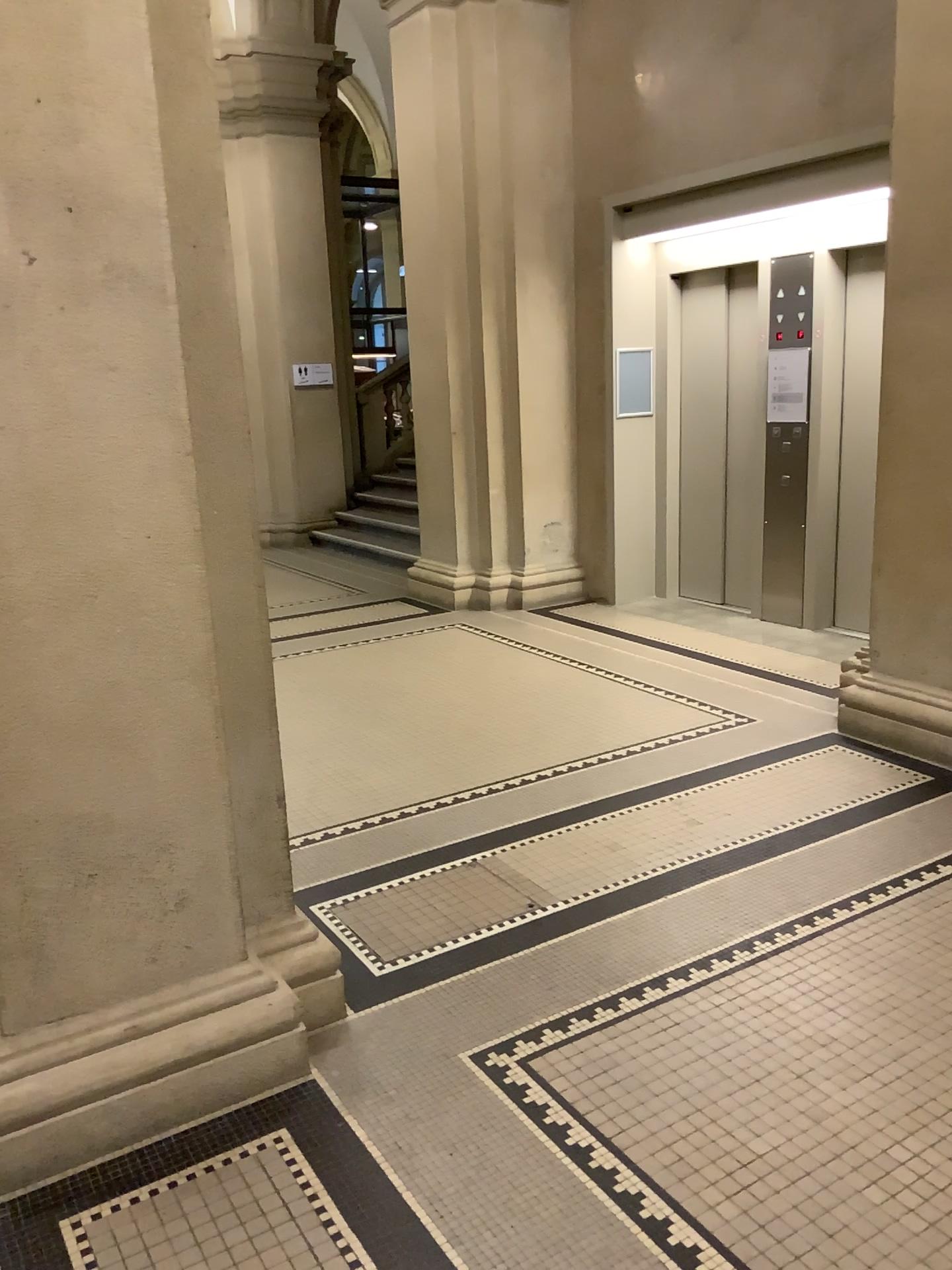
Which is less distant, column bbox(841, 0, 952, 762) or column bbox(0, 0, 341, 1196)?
column bbox(0, 0, 341, 1196)

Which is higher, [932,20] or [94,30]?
[932,20]

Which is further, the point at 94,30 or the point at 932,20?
the point at 932,20

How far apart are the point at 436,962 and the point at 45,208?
2.1 meters
